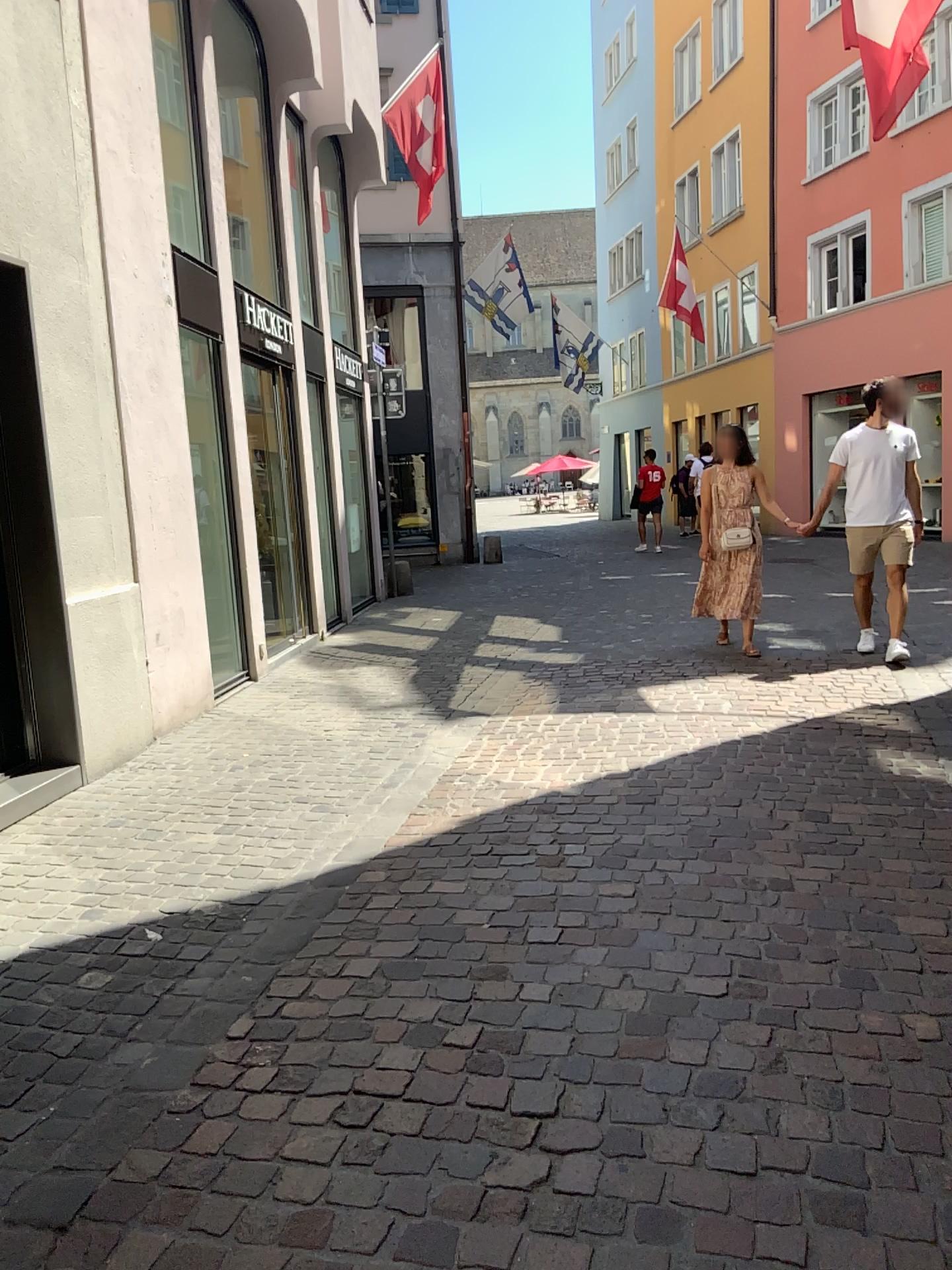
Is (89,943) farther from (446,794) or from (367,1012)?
(446,794)
